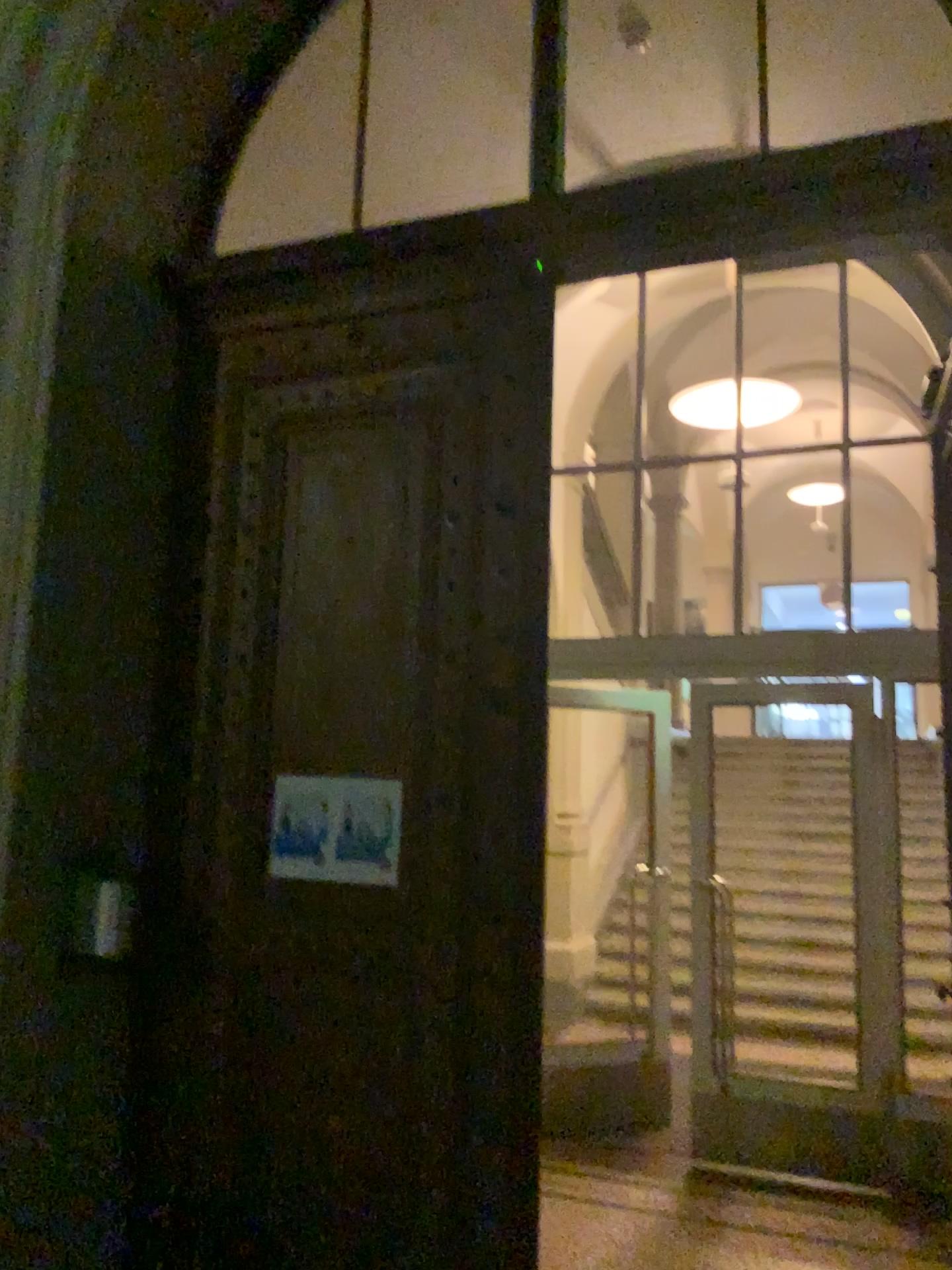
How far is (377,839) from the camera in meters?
3.1

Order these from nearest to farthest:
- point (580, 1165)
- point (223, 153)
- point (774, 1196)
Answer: point (223, 153) → point (774, 1196) → point (580, 1165)

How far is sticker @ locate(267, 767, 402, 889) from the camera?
3.1 meters
